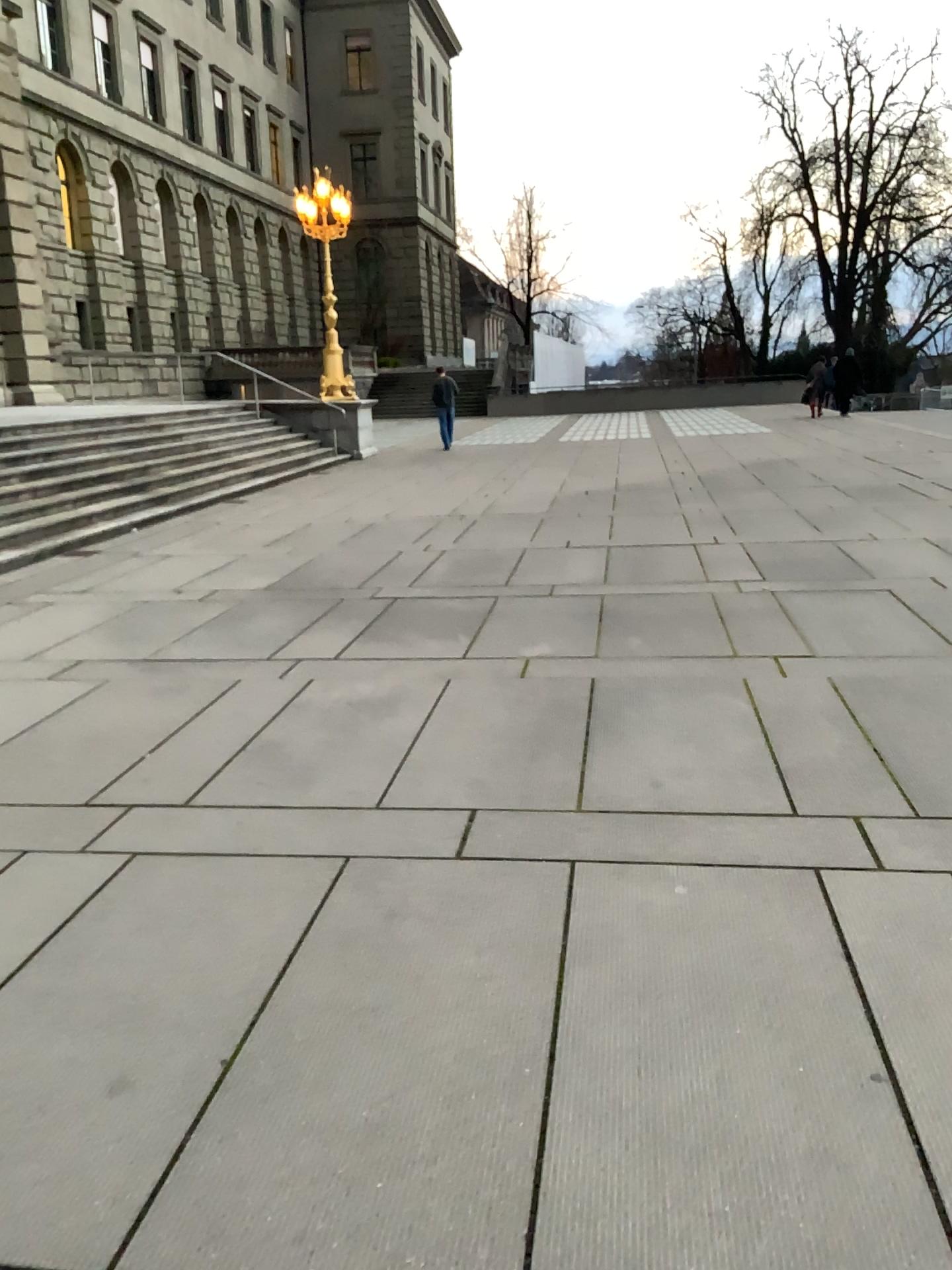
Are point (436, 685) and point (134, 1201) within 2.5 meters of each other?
no
